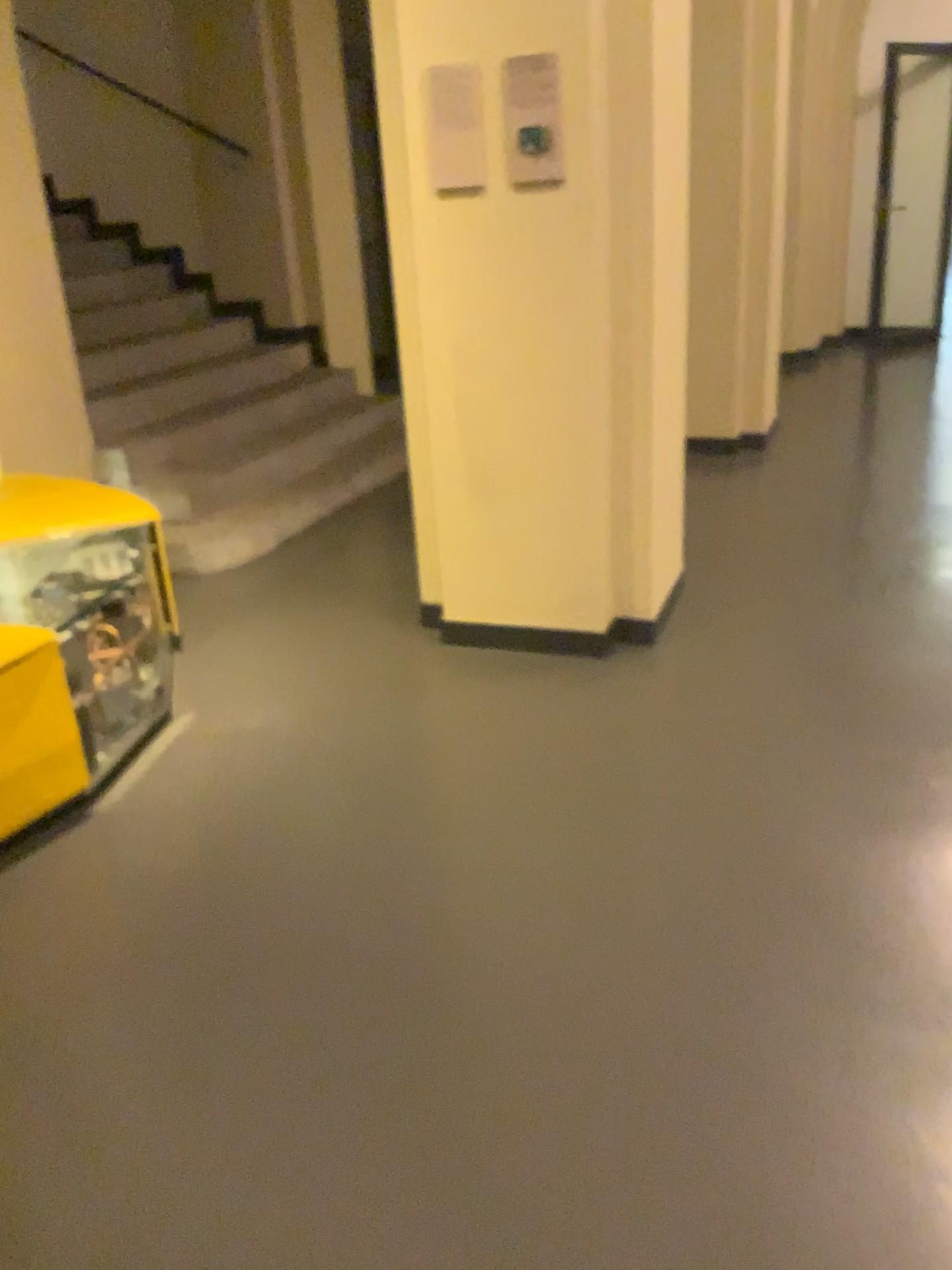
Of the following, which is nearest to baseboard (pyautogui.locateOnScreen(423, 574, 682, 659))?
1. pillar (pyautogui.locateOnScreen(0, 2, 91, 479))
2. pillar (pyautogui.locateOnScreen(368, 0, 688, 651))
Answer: pillar (pyautogui.locateOnScreen(368, 0, 688, 651))

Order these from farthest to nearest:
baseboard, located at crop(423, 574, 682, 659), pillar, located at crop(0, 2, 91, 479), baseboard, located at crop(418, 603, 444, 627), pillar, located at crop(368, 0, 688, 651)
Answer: pillar, located at crop(0, 2, 91, 479) < baseboard, located at crop(418, 603, 444, 627) < baseboard, located at crop(423, 574, 682, 659) < pillar, located at crop(368, 0, 688, 651)

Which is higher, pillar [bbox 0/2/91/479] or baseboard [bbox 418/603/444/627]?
pillar [bbox 0/2/91/479]

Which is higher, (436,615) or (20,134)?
(20,134)

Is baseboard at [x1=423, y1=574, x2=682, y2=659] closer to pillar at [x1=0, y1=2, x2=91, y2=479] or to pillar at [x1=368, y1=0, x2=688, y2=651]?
pillar at [x1=368, y1=0, x2=688, y2=651]

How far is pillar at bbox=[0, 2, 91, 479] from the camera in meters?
4.2 m

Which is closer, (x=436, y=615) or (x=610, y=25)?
(x=610, y=25)

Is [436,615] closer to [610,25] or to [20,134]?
[610,25]

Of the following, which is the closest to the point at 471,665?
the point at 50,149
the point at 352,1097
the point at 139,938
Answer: the point at 139,938

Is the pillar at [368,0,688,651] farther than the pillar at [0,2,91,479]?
No
